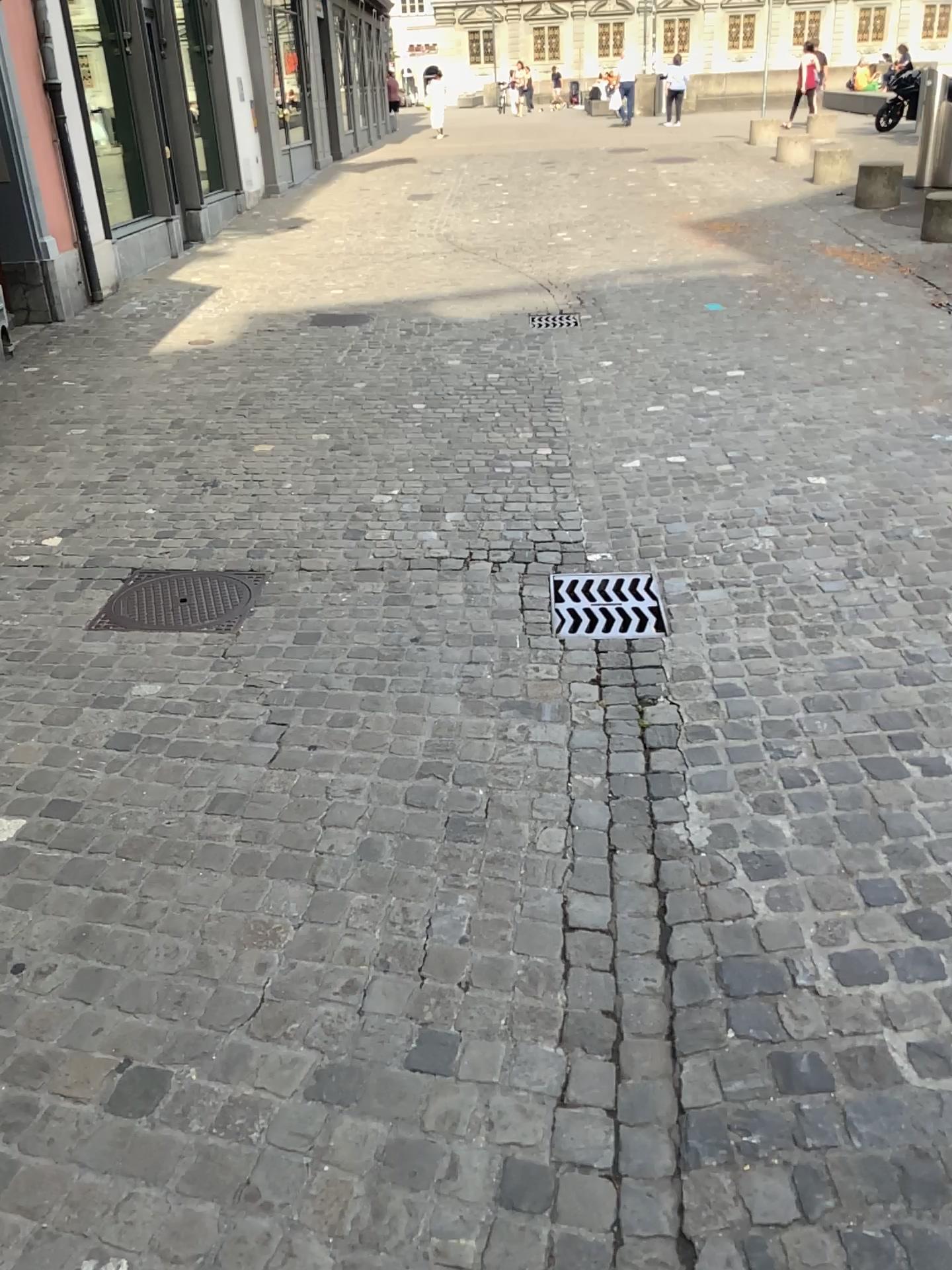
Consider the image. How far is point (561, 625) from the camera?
3.5m

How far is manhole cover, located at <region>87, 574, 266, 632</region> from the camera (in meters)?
3.54

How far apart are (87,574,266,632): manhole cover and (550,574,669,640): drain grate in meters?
1.1

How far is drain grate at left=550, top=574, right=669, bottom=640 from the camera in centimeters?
346cm

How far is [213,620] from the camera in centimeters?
355cm

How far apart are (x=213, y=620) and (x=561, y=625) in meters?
1.2

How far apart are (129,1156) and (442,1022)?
0.58m
